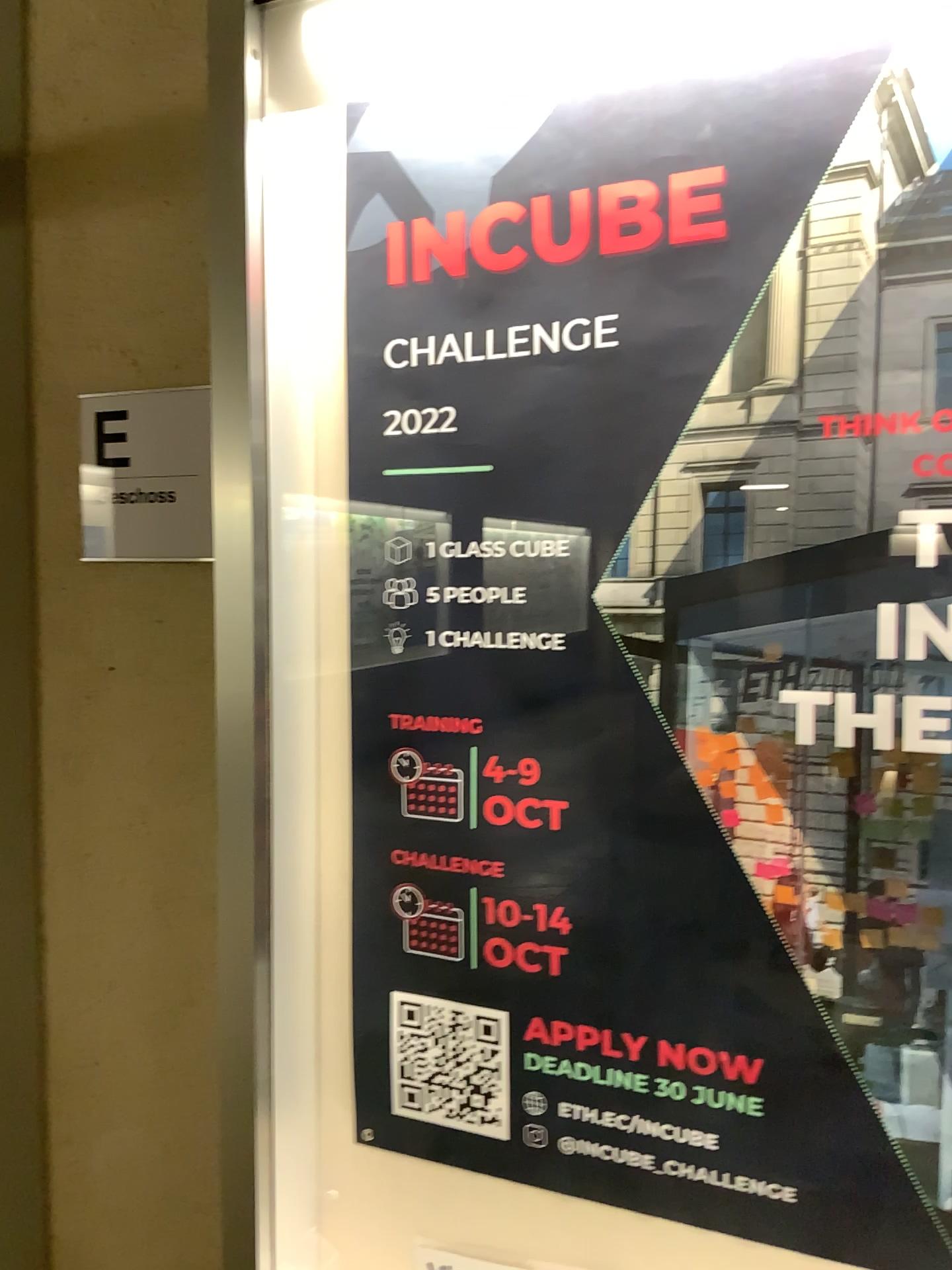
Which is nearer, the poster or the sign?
the poster

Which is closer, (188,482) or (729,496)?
(729,496)

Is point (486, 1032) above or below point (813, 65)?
below

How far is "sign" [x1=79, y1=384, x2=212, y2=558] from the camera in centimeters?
129cm

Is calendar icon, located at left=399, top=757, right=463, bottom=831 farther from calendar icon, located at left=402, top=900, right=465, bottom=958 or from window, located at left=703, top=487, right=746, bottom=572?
window, located at left=703, top=487, right=746, bottom=572

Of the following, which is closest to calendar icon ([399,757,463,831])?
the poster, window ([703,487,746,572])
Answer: the poster

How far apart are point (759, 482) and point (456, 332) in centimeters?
36cm

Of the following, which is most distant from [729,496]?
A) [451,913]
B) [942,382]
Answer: [451,913]

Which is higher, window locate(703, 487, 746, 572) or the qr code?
window locate(703, 487, 746, 572)

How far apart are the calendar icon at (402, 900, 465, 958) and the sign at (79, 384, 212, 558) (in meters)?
0.50
